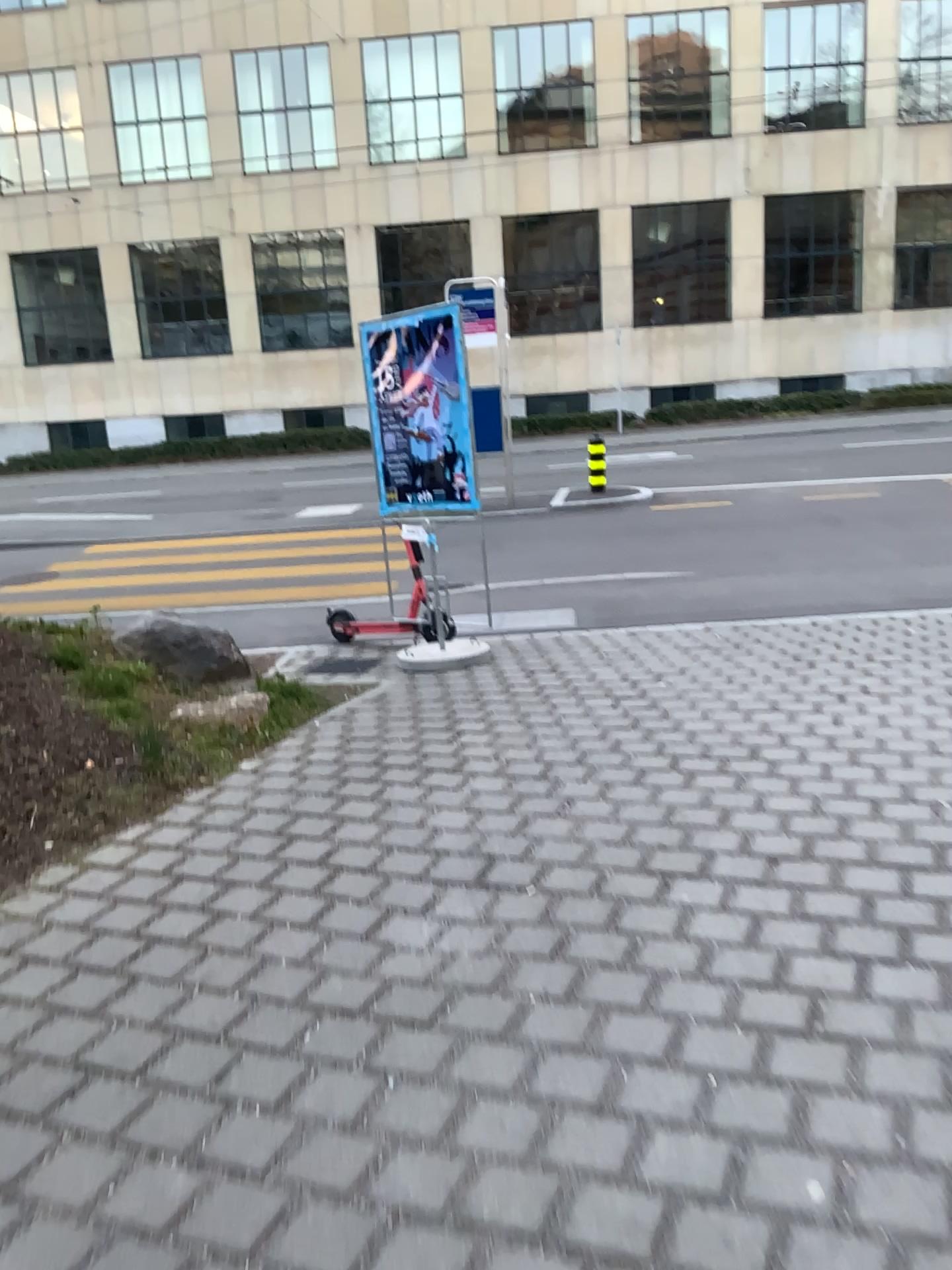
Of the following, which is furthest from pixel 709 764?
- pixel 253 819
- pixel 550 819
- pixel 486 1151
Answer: pixel 486 1151
